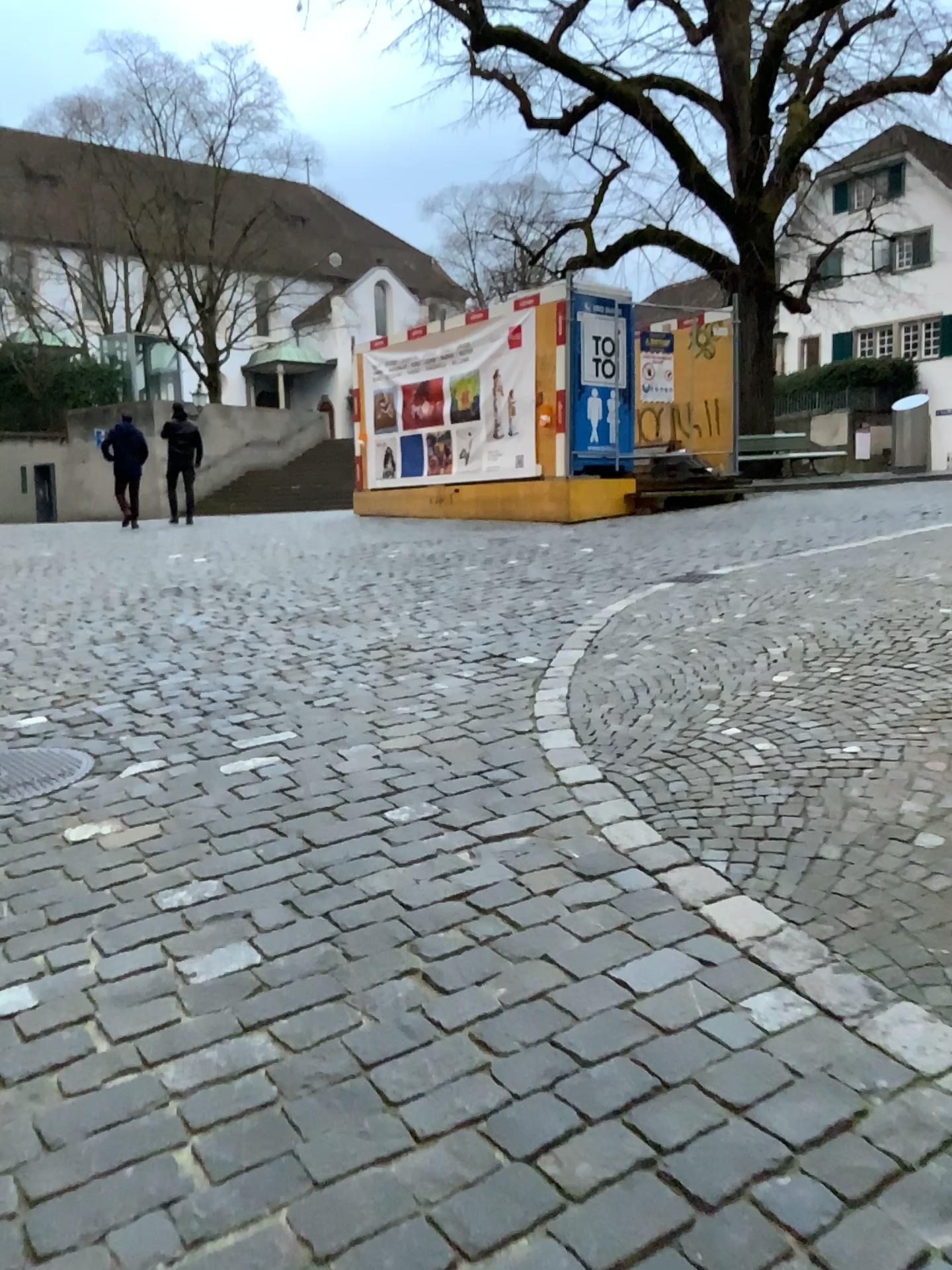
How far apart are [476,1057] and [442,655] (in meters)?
3.72
